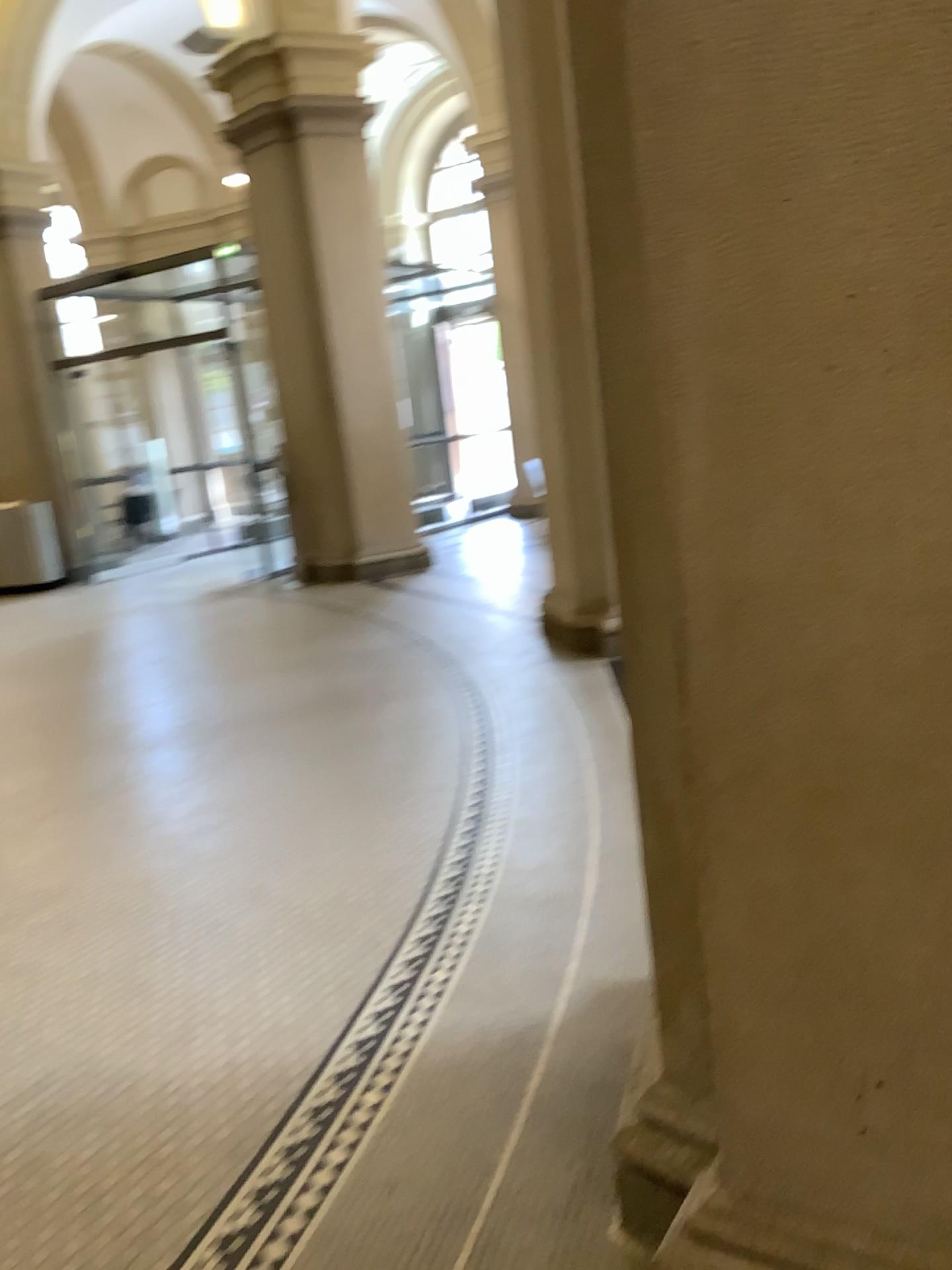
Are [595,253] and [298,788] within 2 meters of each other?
no

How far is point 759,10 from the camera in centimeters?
A: 116cm

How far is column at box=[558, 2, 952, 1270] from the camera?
1.2m
